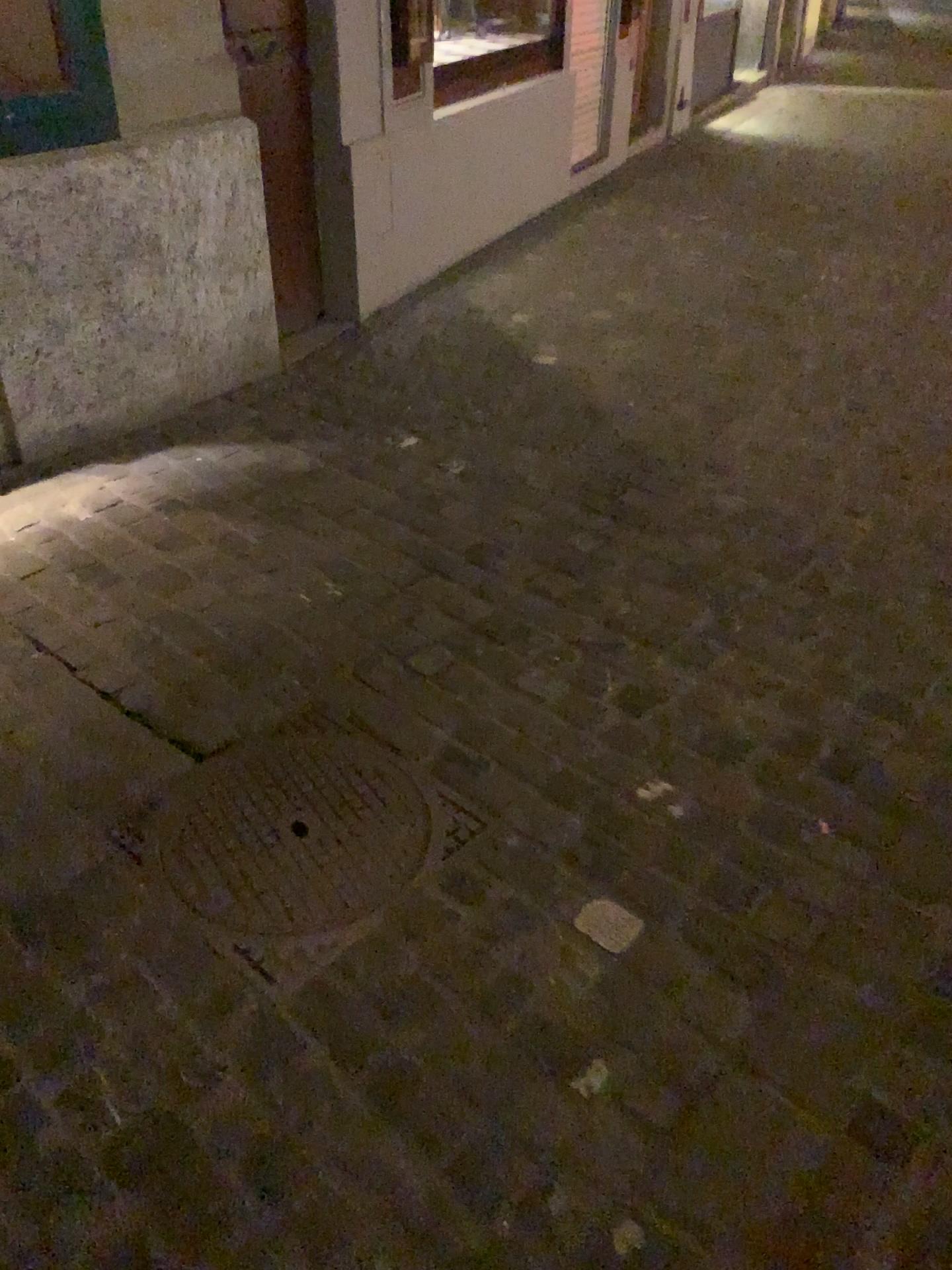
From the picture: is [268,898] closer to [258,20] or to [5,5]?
[5,5]

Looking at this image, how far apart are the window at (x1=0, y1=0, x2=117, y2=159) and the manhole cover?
1.71m

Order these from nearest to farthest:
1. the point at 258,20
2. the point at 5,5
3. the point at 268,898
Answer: the point at 268,898 < the point at 5,5 < the point at 258,20

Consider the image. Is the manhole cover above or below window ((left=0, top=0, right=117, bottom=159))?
below

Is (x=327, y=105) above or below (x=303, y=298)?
above

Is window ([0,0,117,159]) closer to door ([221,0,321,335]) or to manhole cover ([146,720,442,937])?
door ([221,0,321,335])

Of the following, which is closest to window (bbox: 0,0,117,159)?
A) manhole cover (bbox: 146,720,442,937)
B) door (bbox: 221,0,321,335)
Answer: door (bbox: 221,0,321,335)

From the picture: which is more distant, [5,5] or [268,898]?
[5,5]

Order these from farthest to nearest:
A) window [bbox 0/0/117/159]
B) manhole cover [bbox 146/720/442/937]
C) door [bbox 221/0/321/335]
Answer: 1. door [bbox 221/0/321/335]
2. window [bbox 0/0/117/159]
3. manhole cover [bbox 146/720/442/937]

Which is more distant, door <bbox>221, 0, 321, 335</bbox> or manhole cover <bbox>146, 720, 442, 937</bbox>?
door <bbox>221, 0, 321, 335</bbox>
